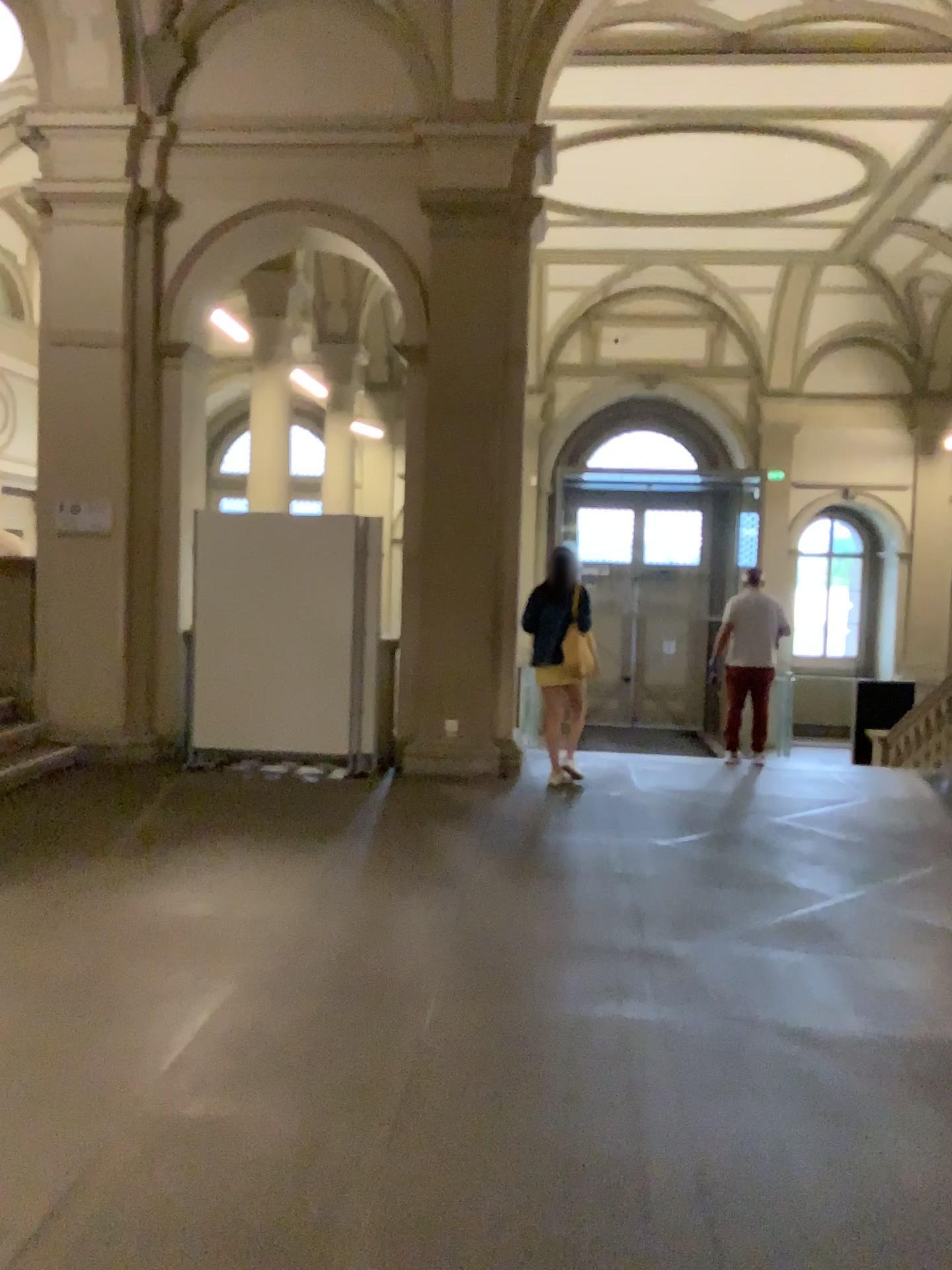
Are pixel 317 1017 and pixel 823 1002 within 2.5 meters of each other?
yes
